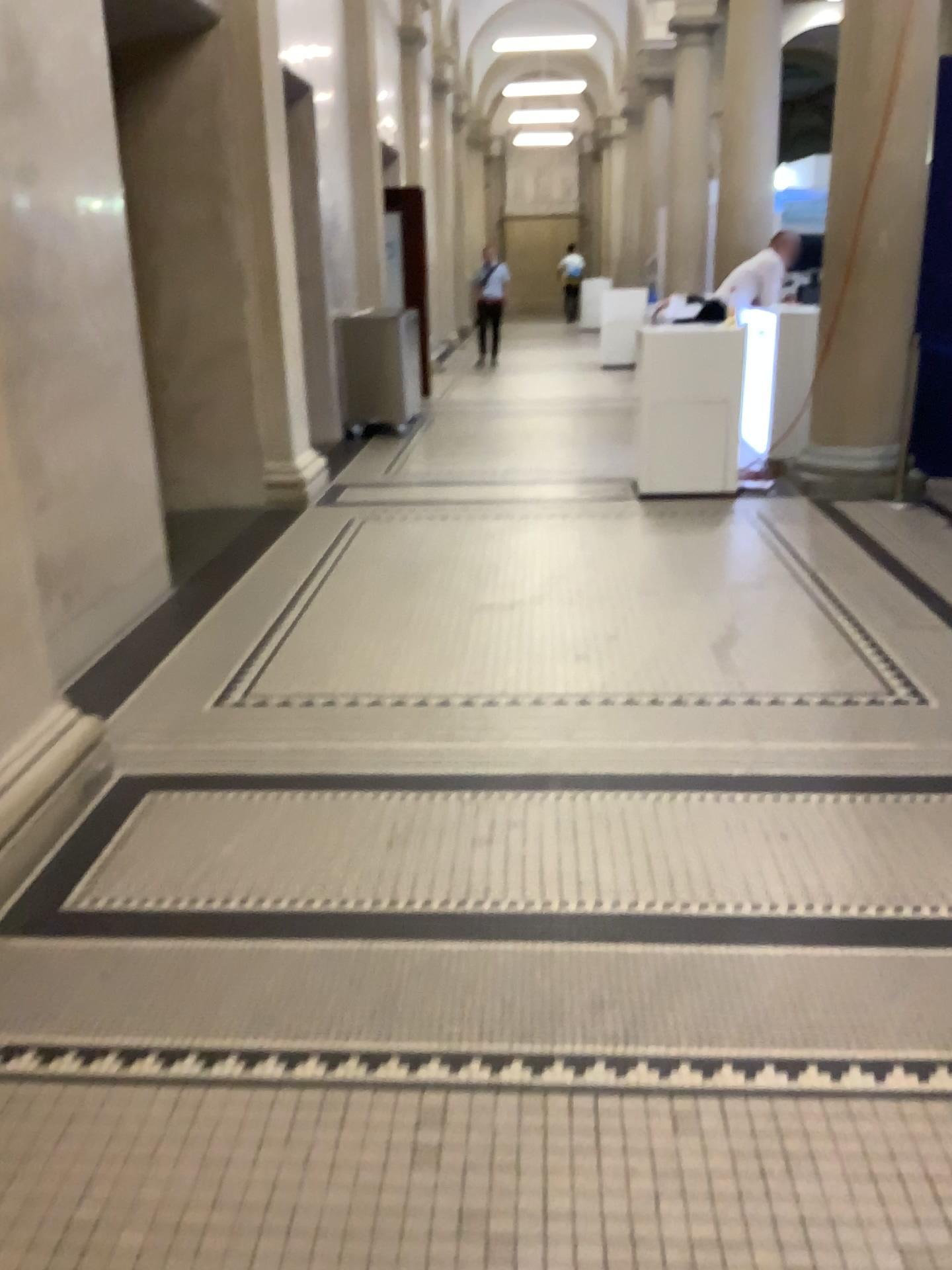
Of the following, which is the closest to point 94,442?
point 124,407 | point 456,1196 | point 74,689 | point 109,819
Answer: point 124,407
